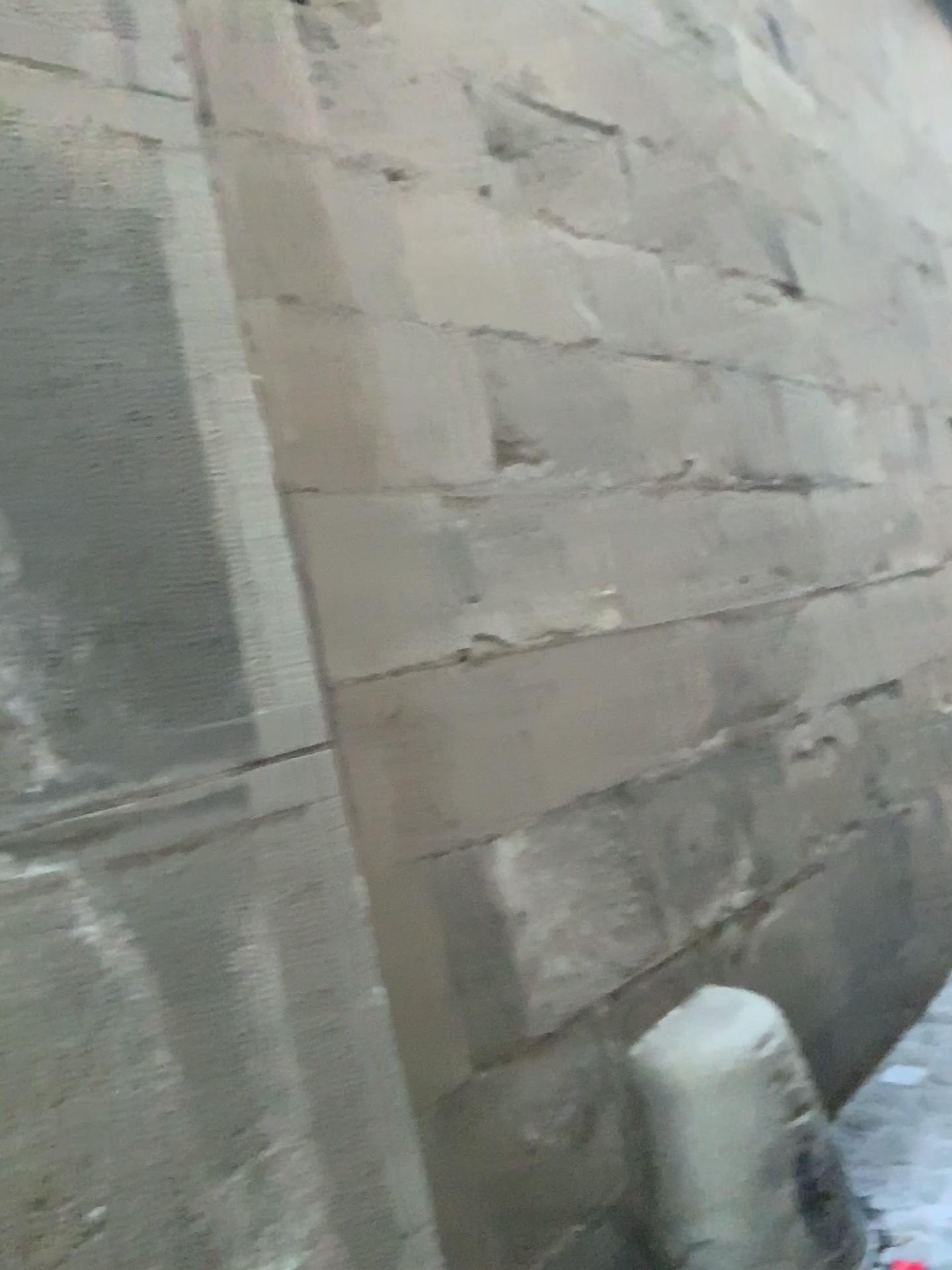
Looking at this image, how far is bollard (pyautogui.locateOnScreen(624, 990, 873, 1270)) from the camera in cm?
179

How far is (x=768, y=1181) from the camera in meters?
1.8 m

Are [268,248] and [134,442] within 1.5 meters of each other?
yes
